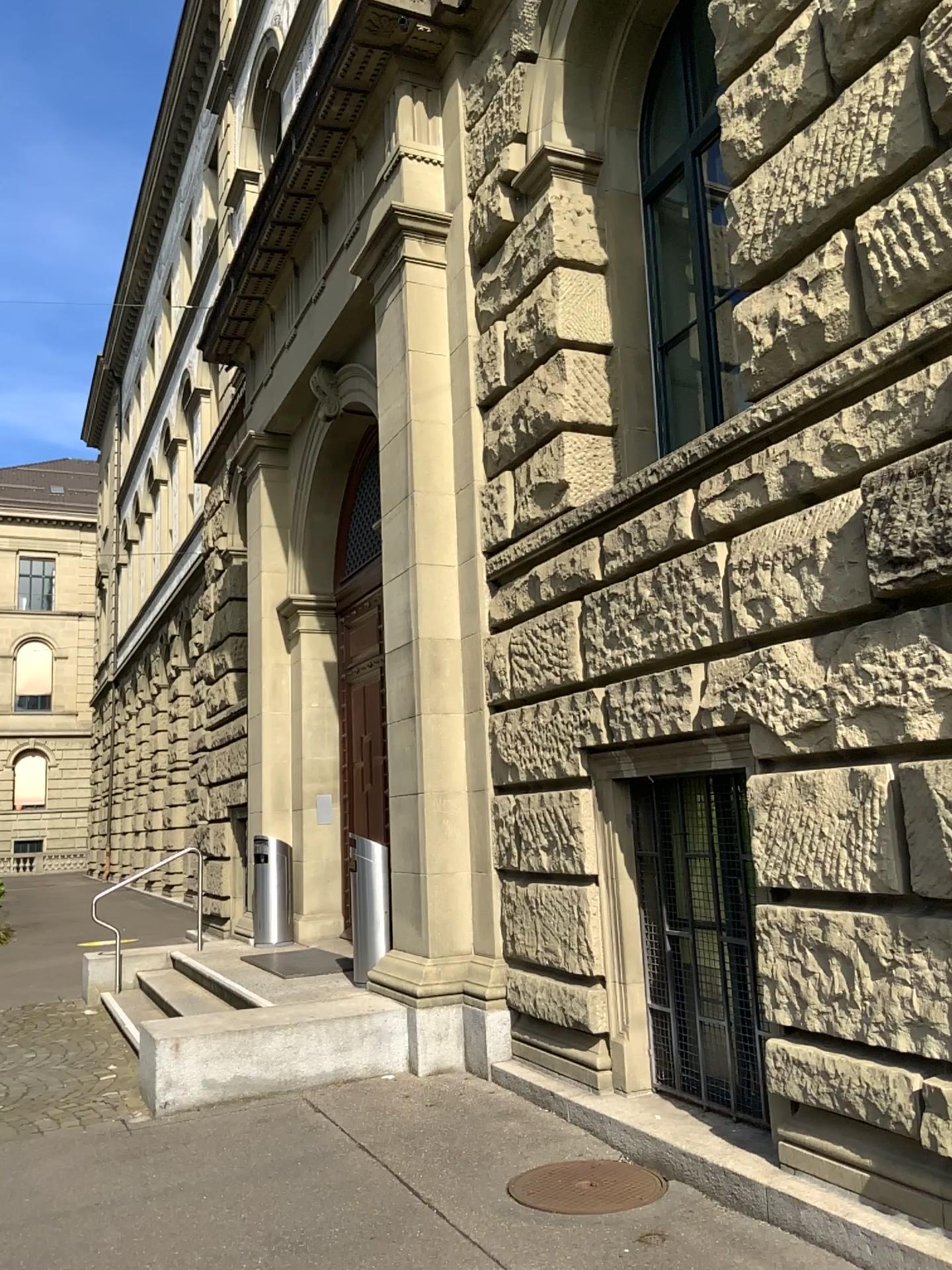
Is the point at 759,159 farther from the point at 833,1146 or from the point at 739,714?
the point at 833,1146
